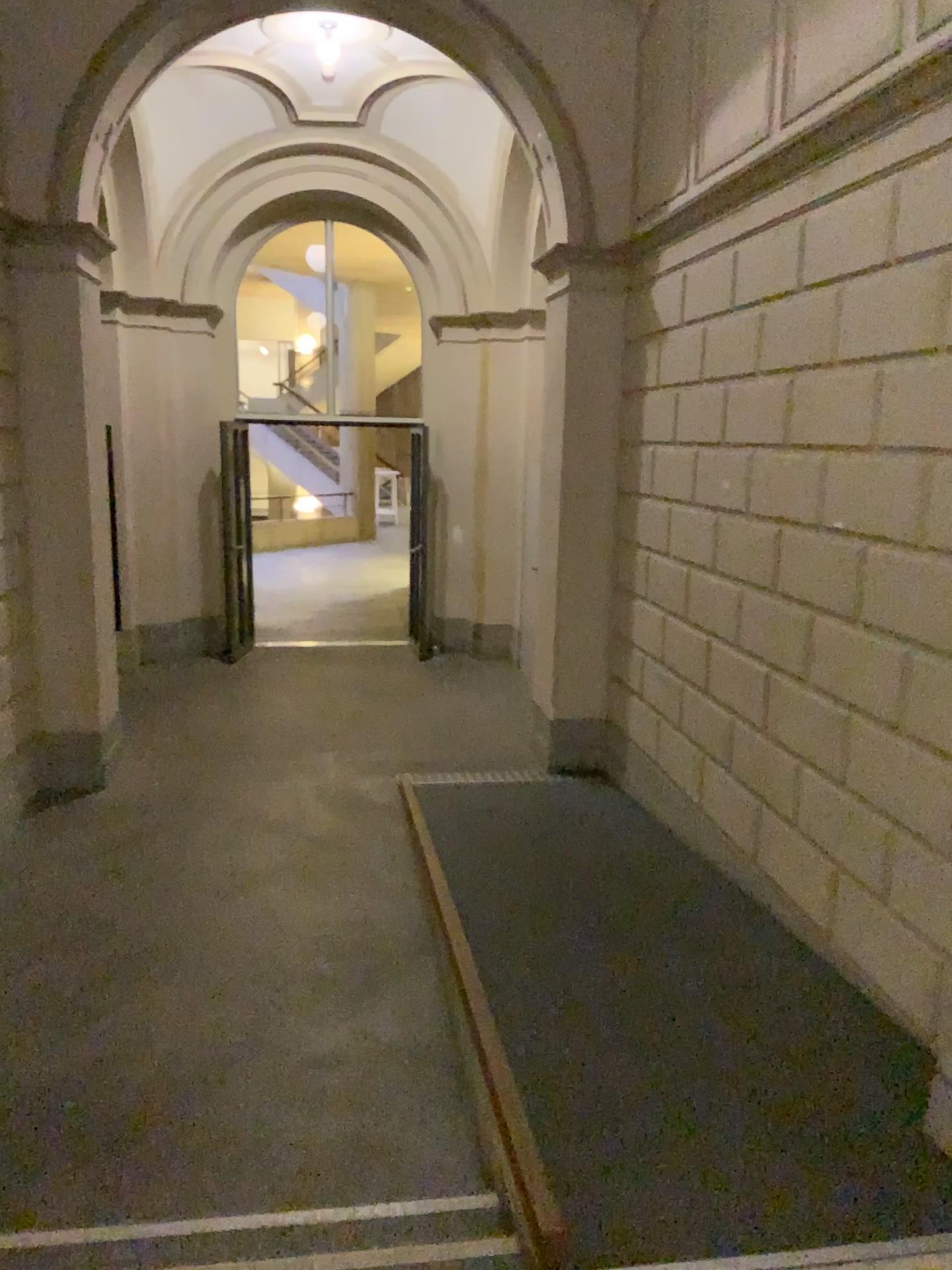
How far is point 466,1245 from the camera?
2.5m

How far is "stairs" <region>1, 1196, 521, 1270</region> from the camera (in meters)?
2.46

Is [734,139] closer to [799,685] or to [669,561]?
[669,561]
